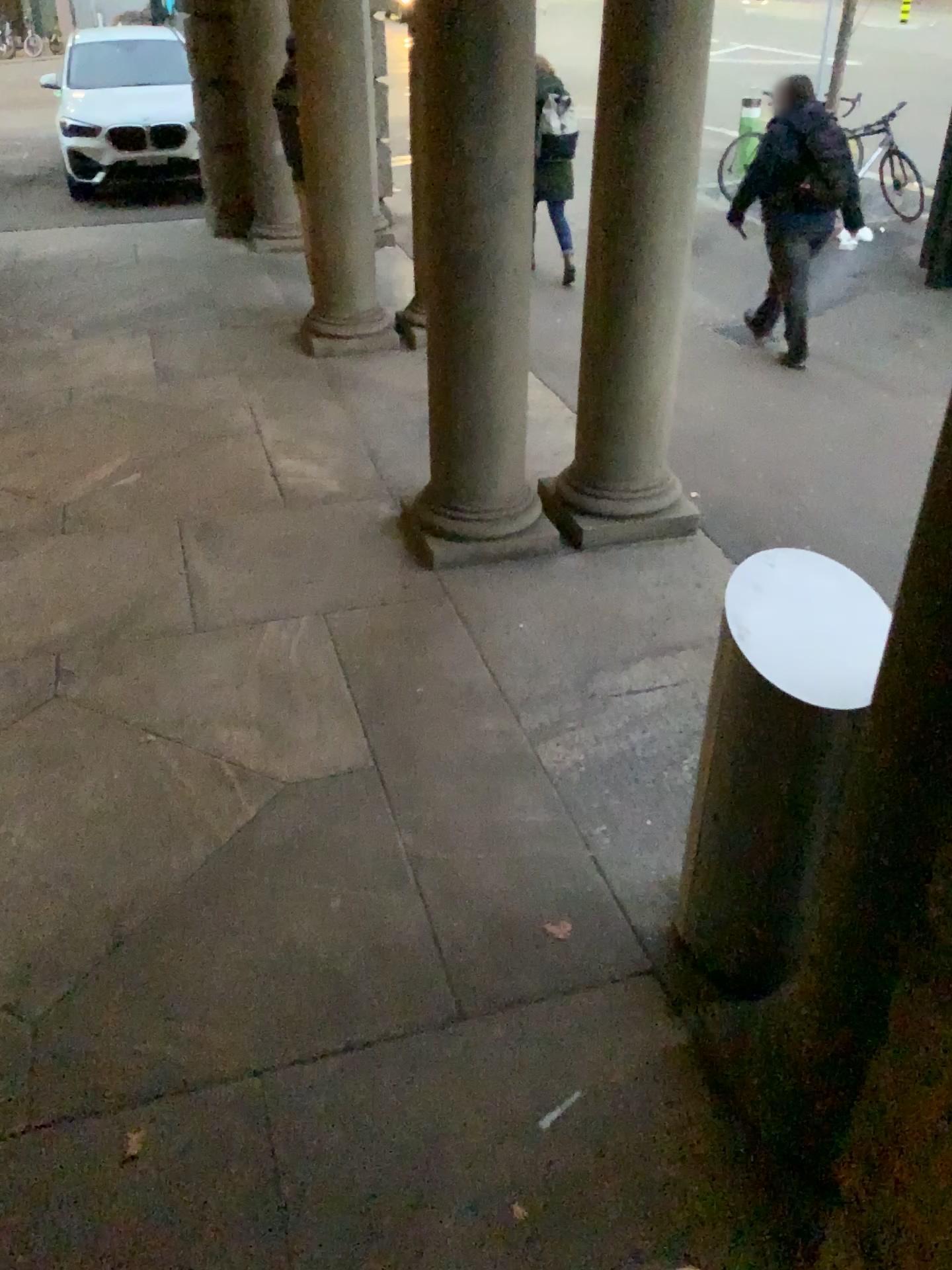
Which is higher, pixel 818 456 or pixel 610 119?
pixel 610 119
